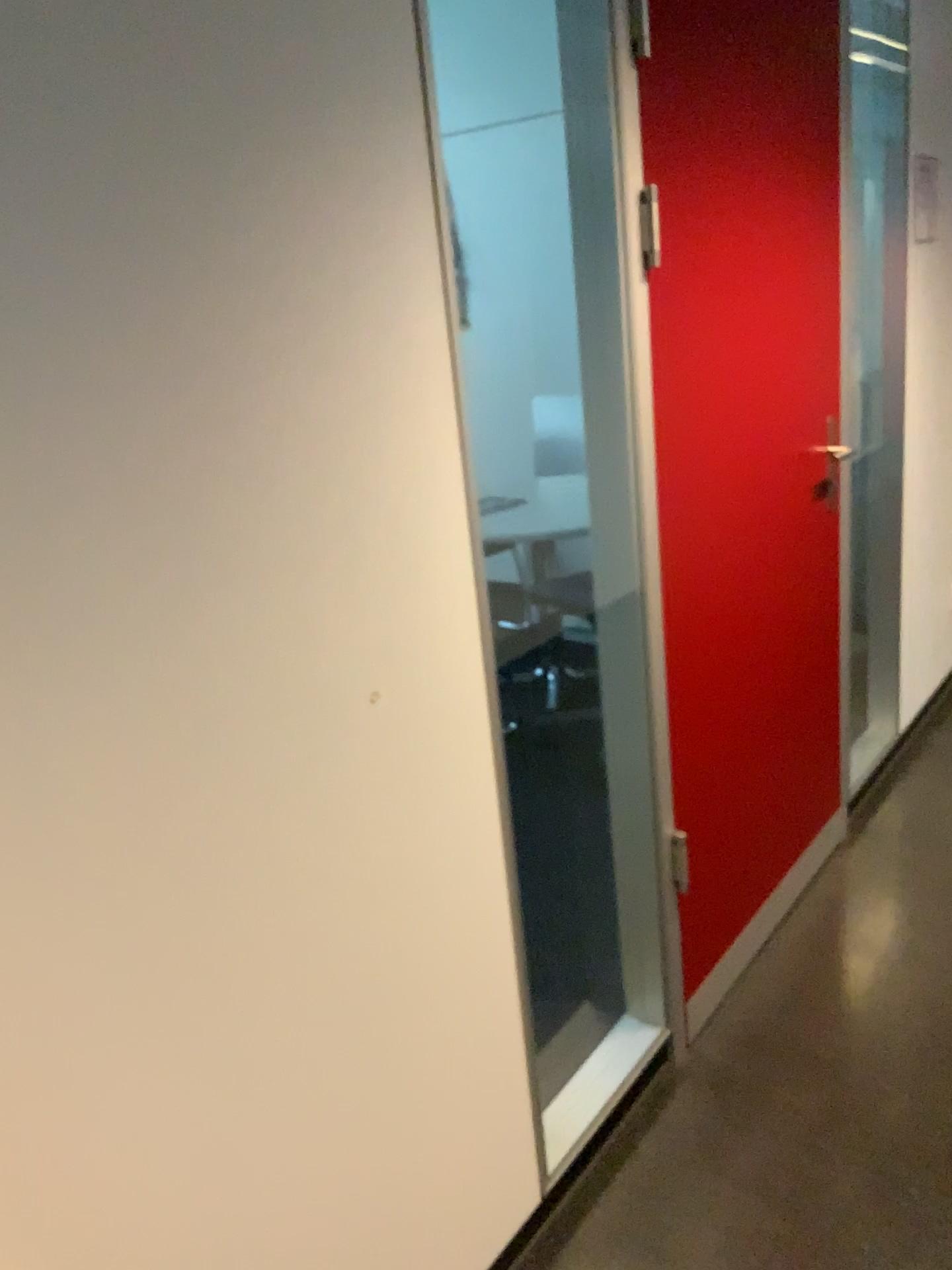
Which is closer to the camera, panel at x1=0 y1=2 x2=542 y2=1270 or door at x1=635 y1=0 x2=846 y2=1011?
panel at x1=0 y1=2 x2=542 y2=1270

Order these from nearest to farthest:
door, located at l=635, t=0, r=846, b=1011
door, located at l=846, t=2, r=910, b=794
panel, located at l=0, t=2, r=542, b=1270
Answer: panel, located at l=0, t=2, r=542, b=1270 → door, located at l=635, t=0, r=846, b=1011 → door, located at l=846, t=2, r=910, b=794

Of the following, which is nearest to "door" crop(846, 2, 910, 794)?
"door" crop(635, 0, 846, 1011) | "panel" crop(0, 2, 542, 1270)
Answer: "door" crop(635, 0, 846, 1011)

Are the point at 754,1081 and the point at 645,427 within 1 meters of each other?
no

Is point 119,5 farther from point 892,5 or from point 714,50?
point 892,5

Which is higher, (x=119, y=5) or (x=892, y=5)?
(x=892, y=5)

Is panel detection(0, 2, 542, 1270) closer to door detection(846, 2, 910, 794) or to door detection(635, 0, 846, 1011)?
door detection(635, 0, 846, 1011)

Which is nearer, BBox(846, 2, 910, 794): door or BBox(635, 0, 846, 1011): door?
BBox(635, 0, 846, 1011): door

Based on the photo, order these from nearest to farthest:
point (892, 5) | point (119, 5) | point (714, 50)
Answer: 1. point (119, 5)
2. point (714, 50)
3. point (892, 5)
